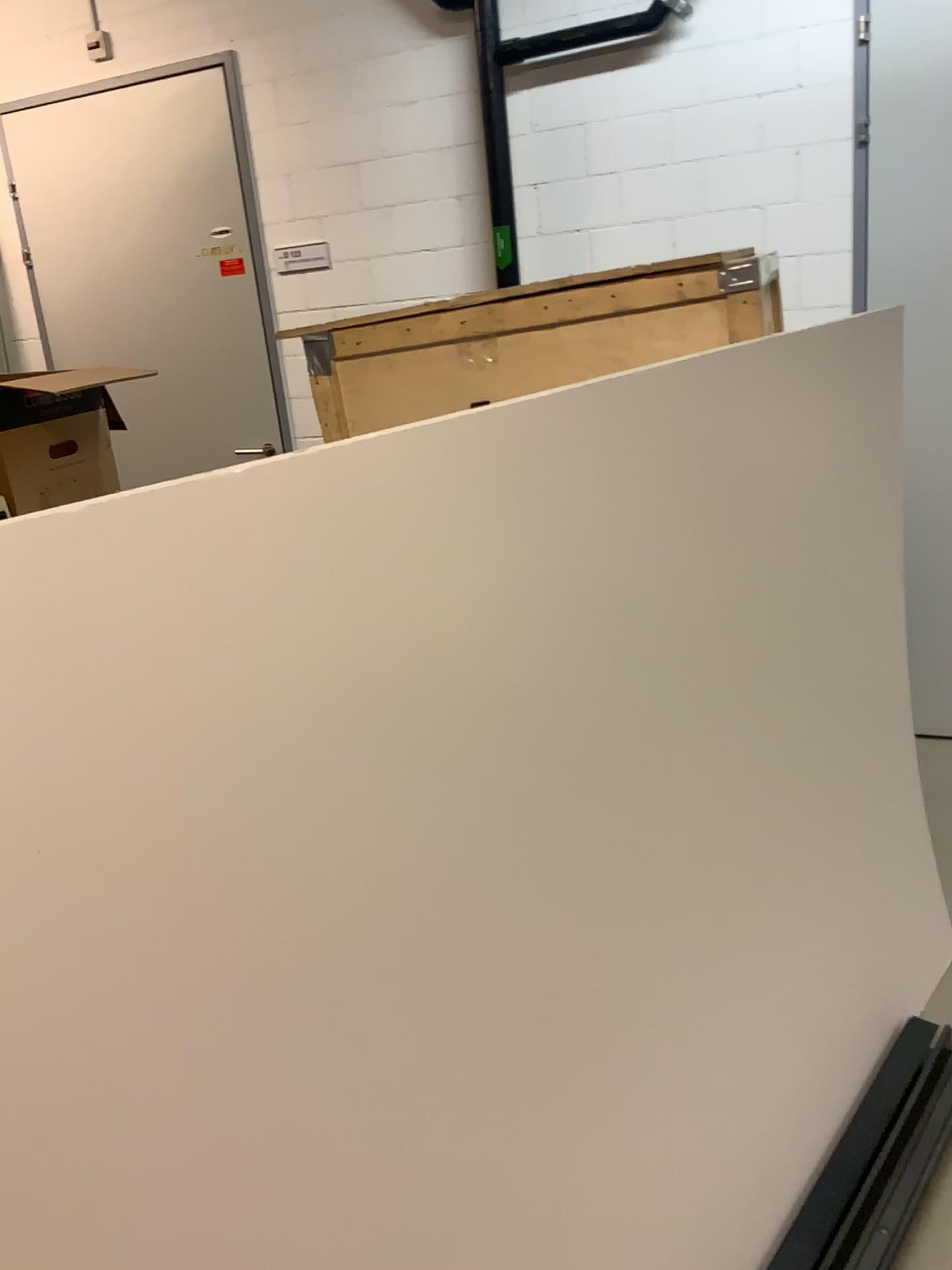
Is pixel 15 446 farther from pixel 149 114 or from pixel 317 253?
pixel 149 114

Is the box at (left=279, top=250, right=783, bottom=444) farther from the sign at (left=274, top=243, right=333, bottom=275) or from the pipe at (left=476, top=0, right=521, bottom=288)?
the sign at (left=274, top=243, right=333, bottom=275)

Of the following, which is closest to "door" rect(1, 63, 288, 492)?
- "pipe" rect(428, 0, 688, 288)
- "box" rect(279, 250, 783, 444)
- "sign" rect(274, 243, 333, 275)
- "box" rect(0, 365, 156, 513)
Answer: "sign" rect(274, 243, 333, 275)

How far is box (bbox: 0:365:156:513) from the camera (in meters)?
2.12

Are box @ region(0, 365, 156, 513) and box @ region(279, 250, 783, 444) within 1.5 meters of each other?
yes

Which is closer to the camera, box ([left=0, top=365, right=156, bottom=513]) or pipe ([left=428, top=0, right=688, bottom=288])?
box ([left=0, top=365, right=156, bottom=513])

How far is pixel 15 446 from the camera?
2.1 meters

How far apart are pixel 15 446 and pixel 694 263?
1.37m

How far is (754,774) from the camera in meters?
1.8 m

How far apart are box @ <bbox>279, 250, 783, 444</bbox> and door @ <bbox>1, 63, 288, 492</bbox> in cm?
195
